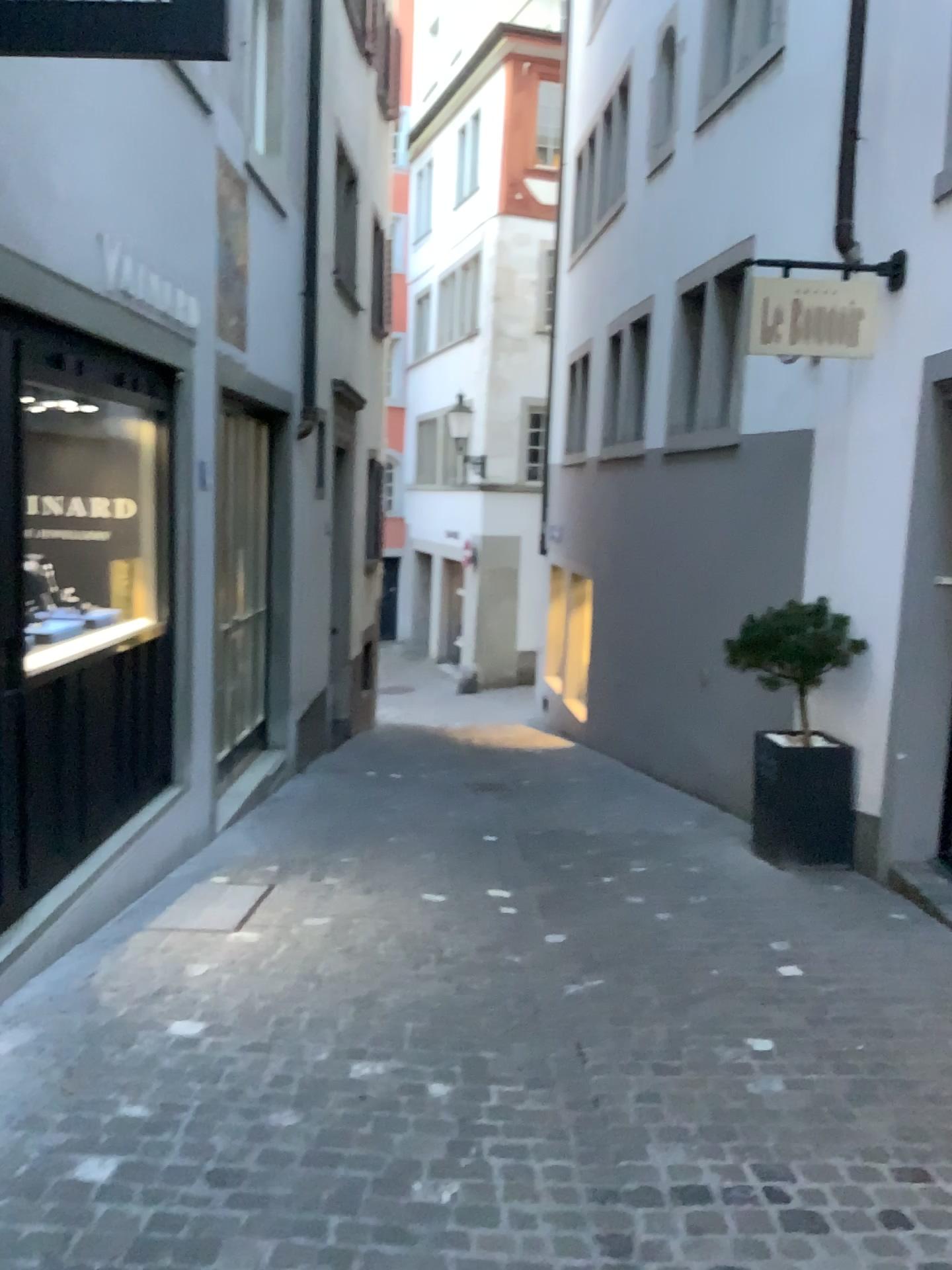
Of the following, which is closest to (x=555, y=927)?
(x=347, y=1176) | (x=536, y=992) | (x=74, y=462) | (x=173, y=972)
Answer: (x=536, y=992)
